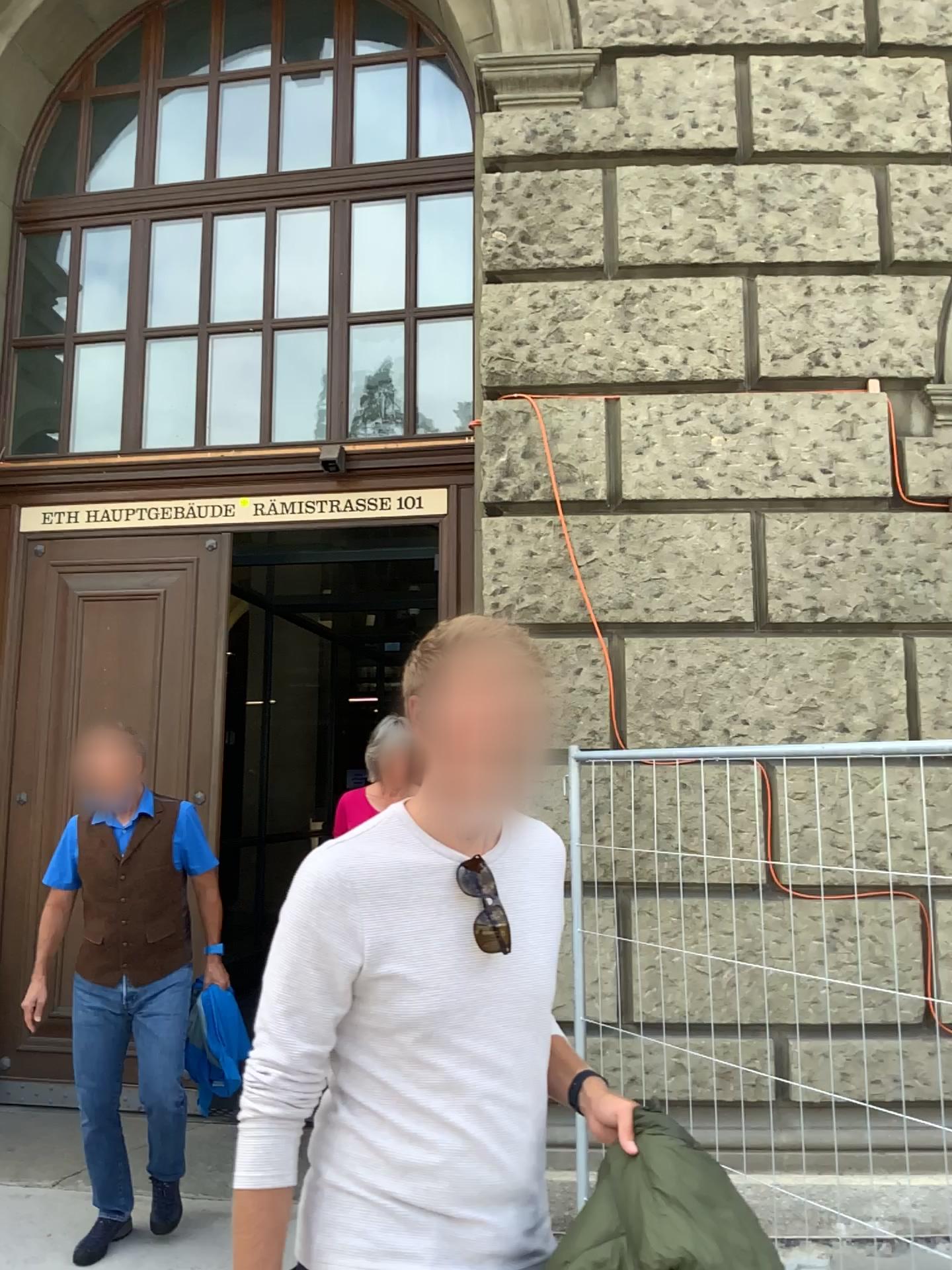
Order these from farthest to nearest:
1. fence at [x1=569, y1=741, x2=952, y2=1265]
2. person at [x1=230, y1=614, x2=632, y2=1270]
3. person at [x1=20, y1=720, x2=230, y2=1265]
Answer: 1. fence at [x1=569, y1=741, x2=952, y2=1265]
2. person at [x1=20, y1=720, x2=230, y2=1265]
3. person at [x1=230, y1=614, x2=632, y2=1270]

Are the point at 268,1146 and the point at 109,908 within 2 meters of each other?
no

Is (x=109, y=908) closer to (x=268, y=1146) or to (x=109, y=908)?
(x=109, y=908)

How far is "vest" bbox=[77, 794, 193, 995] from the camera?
3.60m

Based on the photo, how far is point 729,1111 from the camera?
3.9m

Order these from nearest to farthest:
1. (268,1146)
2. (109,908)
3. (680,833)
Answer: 1. (268,1146)
2. (109,908)
3. (680,833)

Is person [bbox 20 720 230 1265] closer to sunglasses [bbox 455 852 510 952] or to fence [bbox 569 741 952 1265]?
fence [bbox 569 741 952 1265]

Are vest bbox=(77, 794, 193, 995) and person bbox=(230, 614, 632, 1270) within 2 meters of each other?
no

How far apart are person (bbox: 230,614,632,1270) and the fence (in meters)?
2.18

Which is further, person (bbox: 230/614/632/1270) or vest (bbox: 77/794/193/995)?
vest (bbox: 77/794/193/995)
